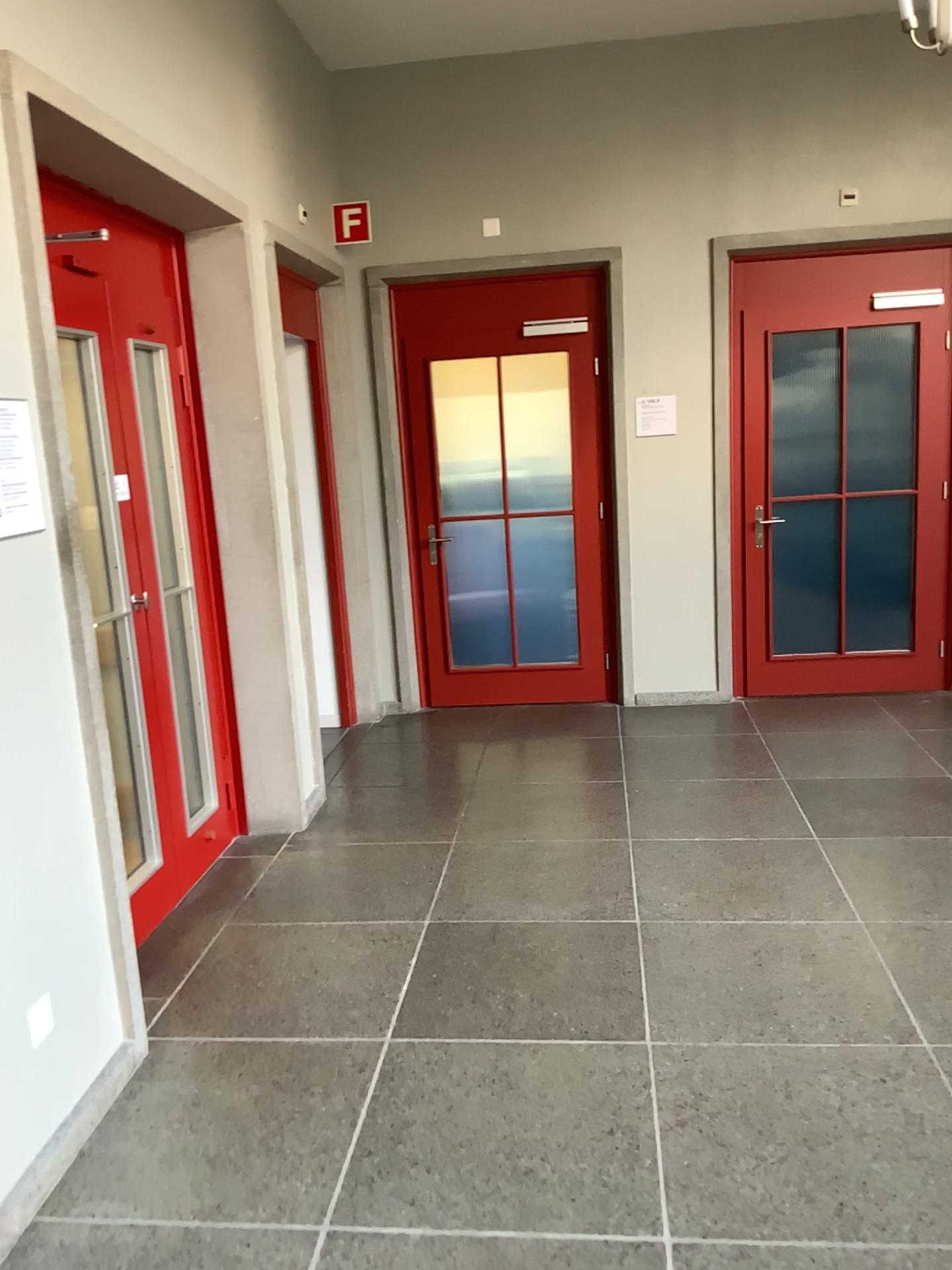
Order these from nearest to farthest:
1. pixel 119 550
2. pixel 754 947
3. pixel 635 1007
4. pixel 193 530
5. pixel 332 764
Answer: pixel 635 1007 → pixel 754 947 → pixel 119 550 → pixel 193 530 → pixel 332 764

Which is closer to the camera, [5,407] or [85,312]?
[5,407]

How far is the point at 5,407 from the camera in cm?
235

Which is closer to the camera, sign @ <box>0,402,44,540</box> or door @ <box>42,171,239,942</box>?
sign @ <box>0,402,44,540</box>

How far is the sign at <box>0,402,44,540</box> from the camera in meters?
2.3 m
